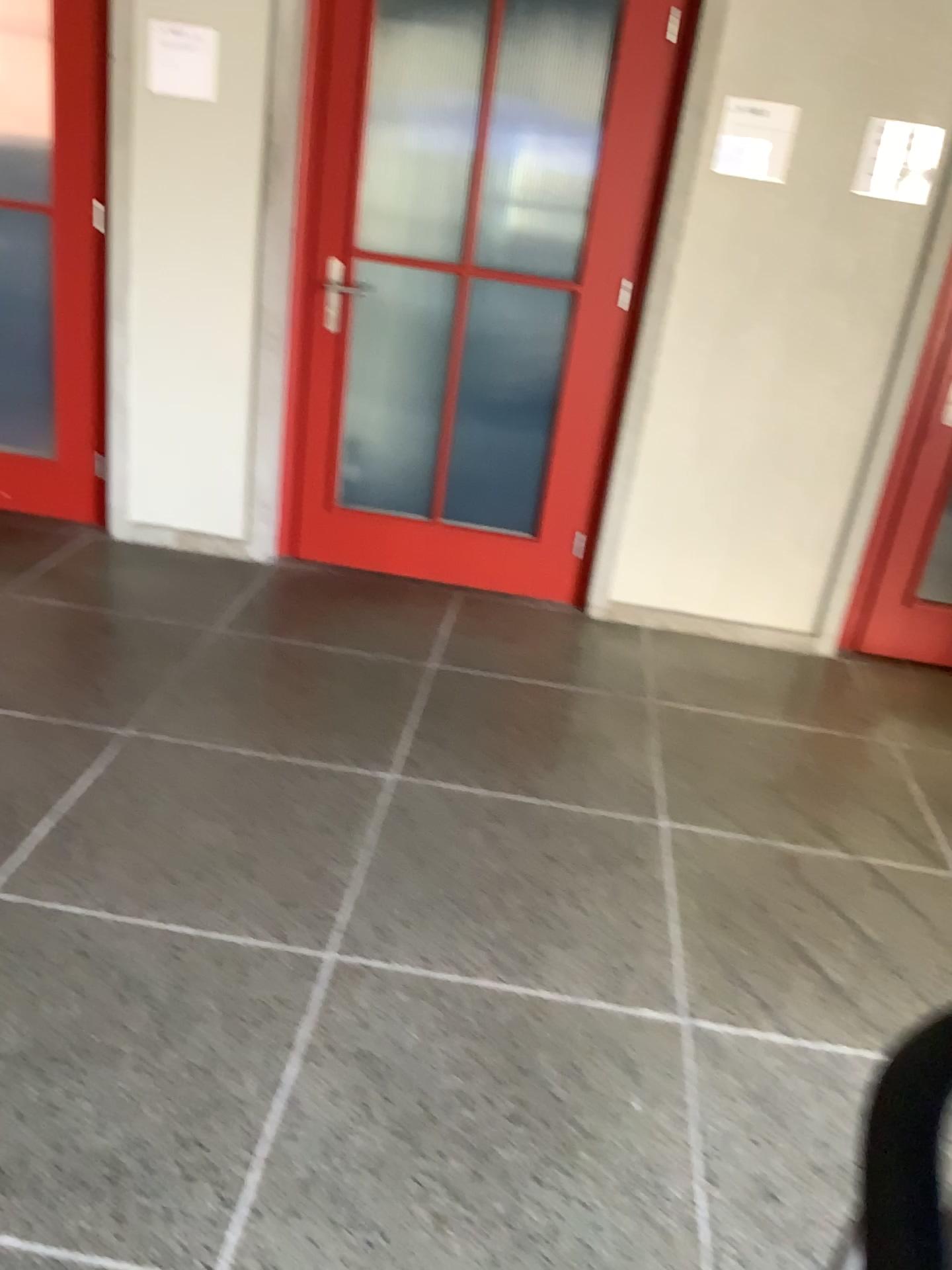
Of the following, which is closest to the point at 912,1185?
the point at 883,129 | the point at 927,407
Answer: the point at 927,407

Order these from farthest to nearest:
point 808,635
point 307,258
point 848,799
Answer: point 808,635, point 307,258, point 848,799

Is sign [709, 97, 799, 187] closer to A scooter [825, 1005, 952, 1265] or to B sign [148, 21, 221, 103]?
B sign [148, 21, 221, 103]

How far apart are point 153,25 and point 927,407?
2.7m

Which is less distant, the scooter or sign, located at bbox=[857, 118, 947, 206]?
the scooter

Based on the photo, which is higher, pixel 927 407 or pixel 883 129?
pixel 883 129

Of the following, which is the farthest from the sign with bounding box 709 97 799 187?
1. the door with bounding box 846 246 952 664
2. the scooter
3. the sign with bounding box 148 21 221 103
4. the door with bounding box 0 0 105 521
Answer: the scooter

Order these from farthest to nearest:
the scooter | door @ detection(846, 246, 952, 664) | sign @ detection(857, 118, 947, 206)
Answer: door @ detection(846, 246, 952, 664) → sign @ detection(857, 118, 947, 206) → the scooter

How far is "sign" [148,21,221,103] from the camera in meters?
3.3 m

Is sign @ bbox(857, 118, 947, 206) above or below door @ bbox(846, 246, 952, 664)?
above
